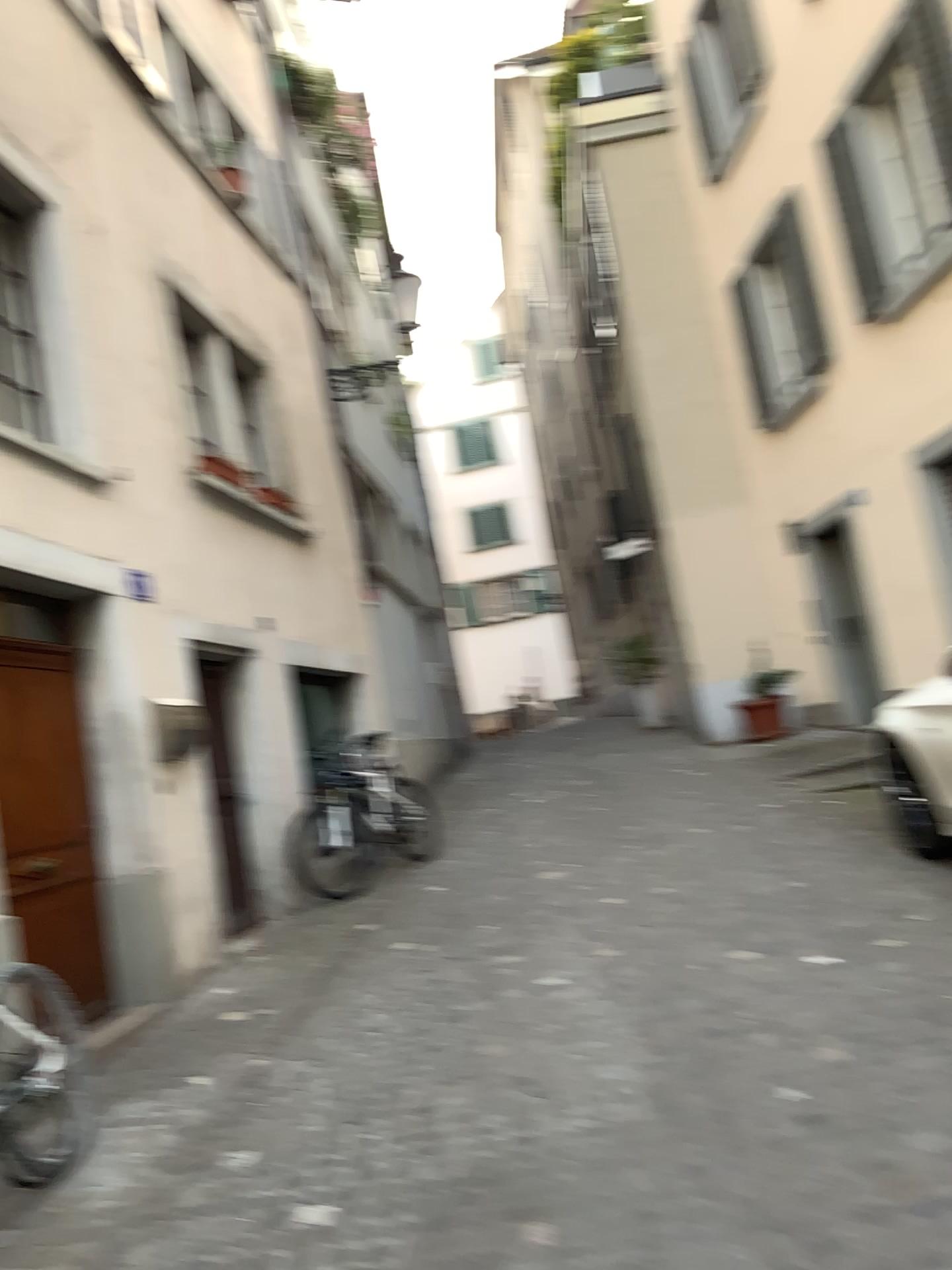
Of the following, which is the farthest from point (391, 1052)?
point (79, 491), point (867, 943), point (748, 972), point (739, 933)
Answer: point (79, 491)
